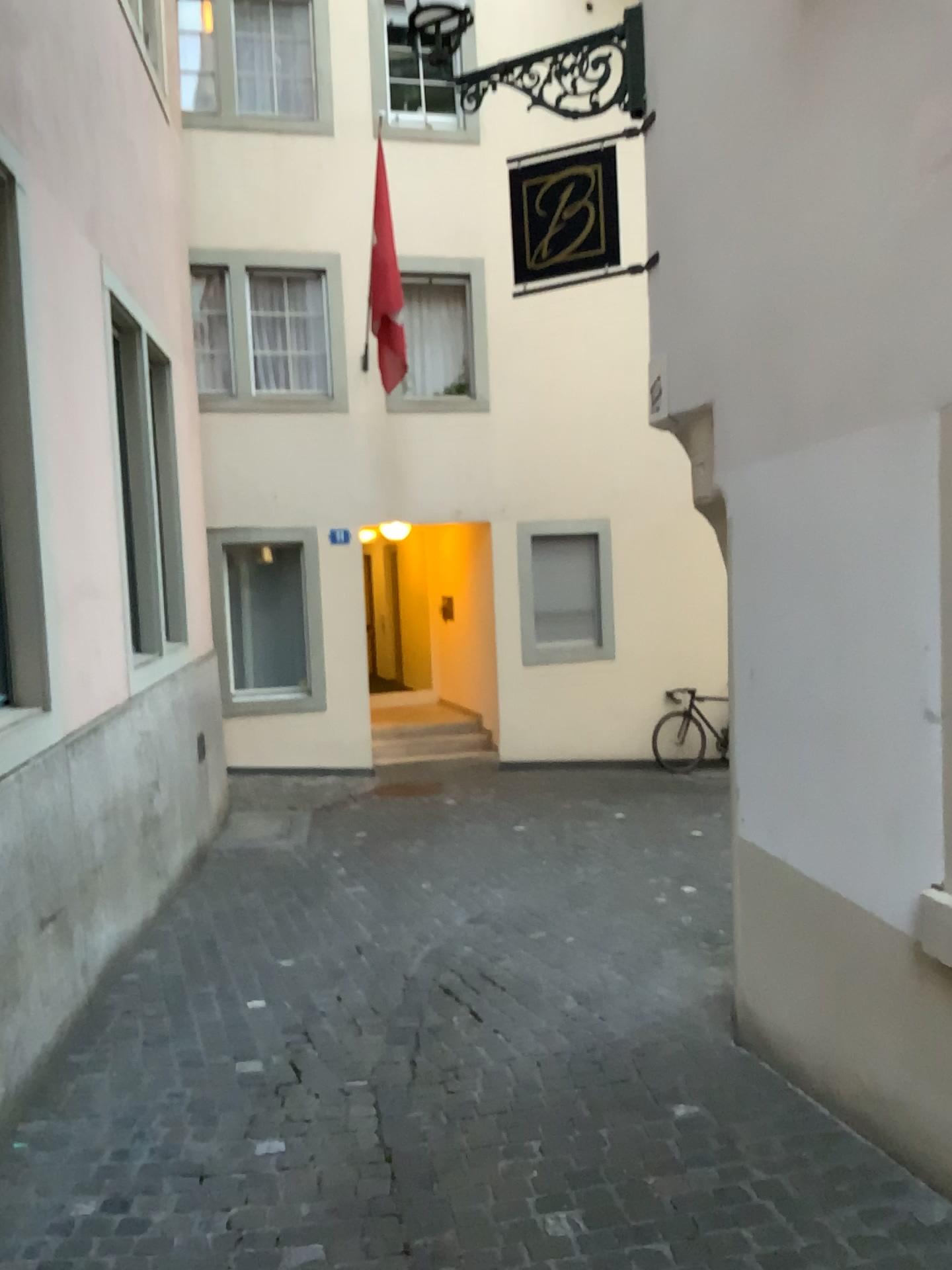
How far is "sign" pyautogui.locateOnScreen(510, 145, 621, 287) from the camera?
4.5 meters

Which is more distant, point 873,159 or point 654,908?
point 654,908

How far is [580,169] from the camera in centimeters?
448cm
